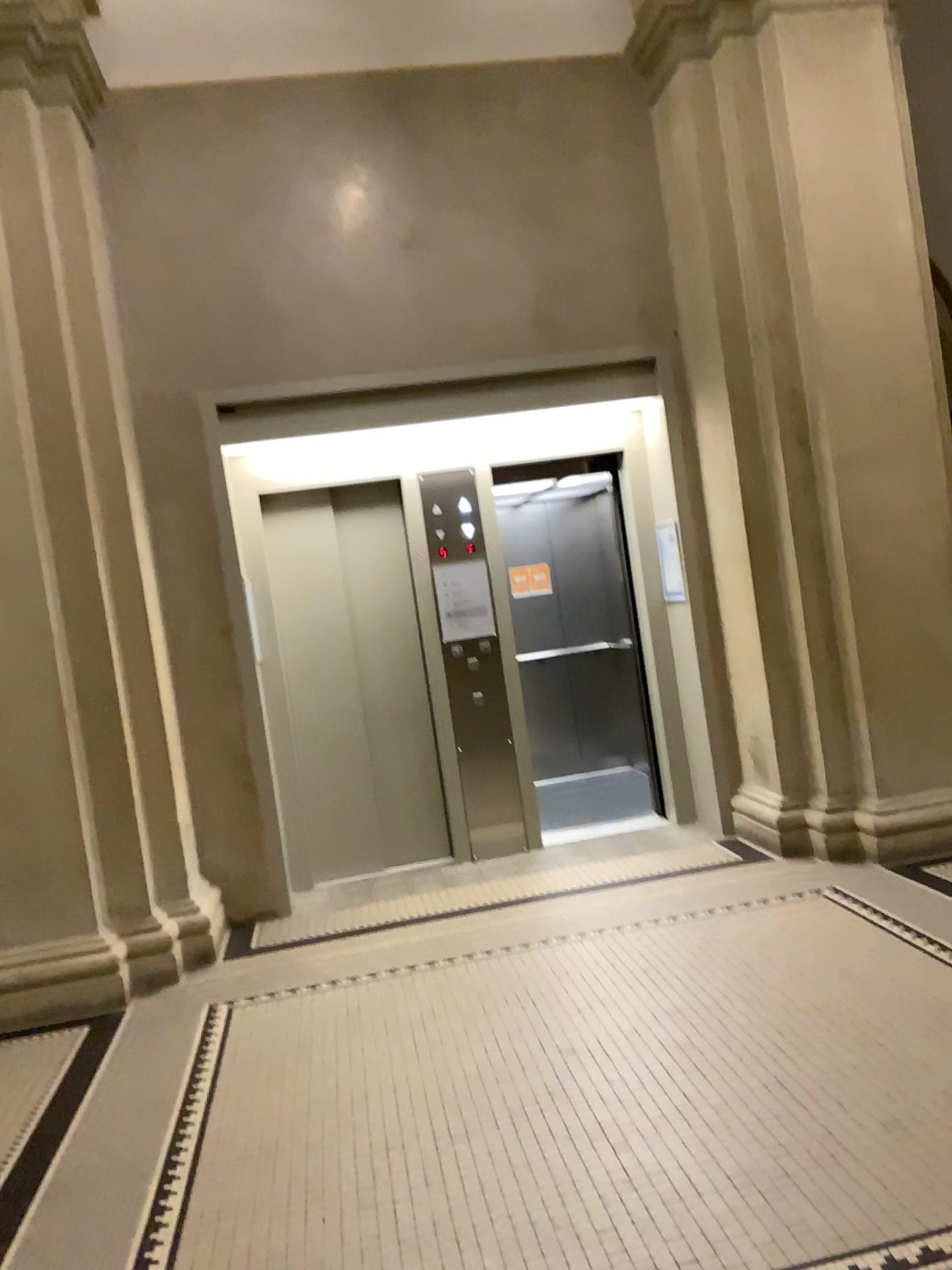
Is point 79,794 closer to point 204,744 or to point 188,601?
point 204,744
